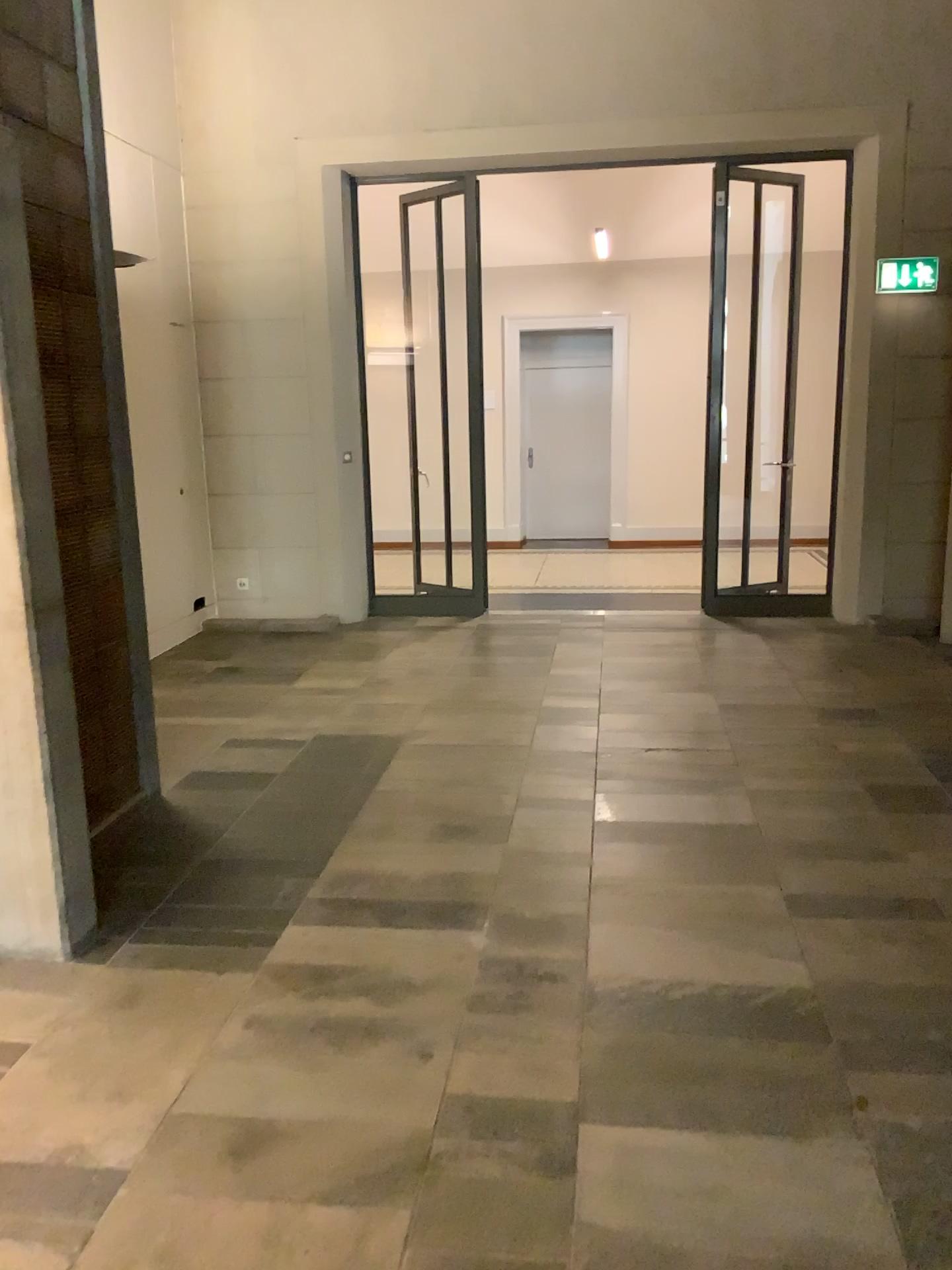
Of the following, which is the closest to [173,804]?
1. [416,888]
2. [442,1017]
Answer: [416,888]
